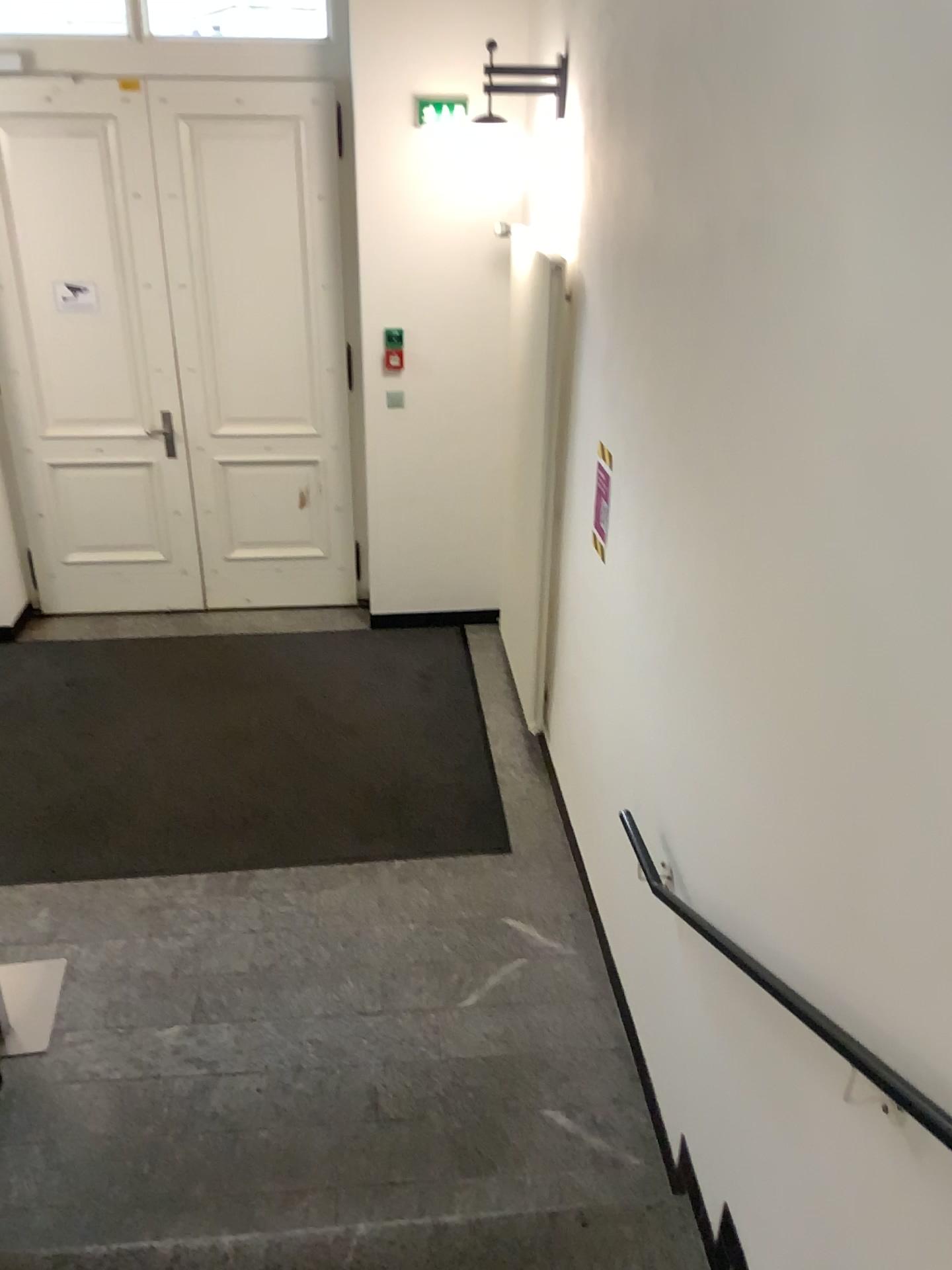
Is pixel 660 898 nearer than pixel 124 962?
Yes
